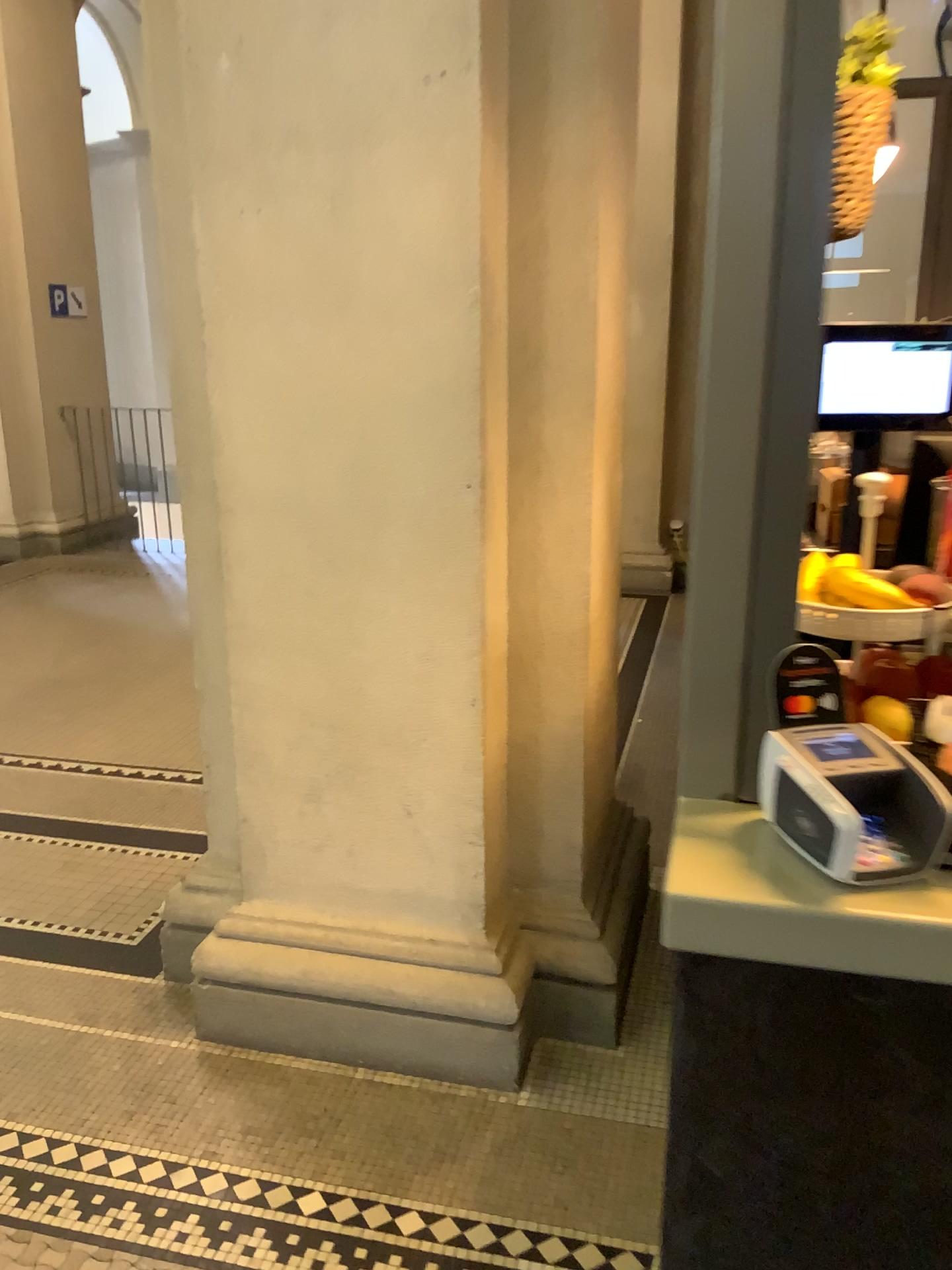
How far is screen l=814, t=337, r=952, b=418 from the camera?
1.4m

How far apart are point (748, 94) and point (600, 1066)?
1.89m

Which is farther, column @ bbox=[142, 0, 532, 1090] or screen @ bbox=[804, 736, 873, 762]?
column @ bbox=[142, 0, 532, 1090]

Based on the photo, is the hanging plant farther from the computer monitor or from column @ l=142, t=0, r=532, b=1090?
column @ l=142, t=0, r=532, b=1090

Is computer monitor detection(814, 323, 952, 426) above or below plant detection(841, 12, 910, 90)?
below

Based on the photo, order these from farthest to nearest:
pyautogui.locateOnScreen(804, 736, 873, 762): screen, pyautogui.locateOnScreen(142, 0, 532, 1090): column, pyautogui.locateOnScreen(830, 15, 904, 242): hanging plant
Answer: pyautogui.locateOnScreen(142, 0, 532, 1090): column < pyautogui.locateOnScreen(830, 15, 904, 242): hanging plant < pyautogui.locateOnScreen(804, 736, 873, 762): screen

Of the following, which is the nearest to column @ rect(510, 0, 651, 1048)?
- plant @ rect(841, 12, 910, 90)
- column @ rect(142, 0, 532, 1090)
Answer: column @ rect(142, 0, 532, 1090)

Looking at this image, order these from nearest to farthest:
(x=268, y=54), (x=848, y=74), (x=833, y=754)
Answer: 1. (x=833, y=754)
2. (x=848, y=74)
3. (x=268, y=54)

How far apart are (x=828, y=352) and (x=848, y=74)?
0.3 meters

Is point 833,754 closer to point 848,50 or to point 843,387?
point 843,387
